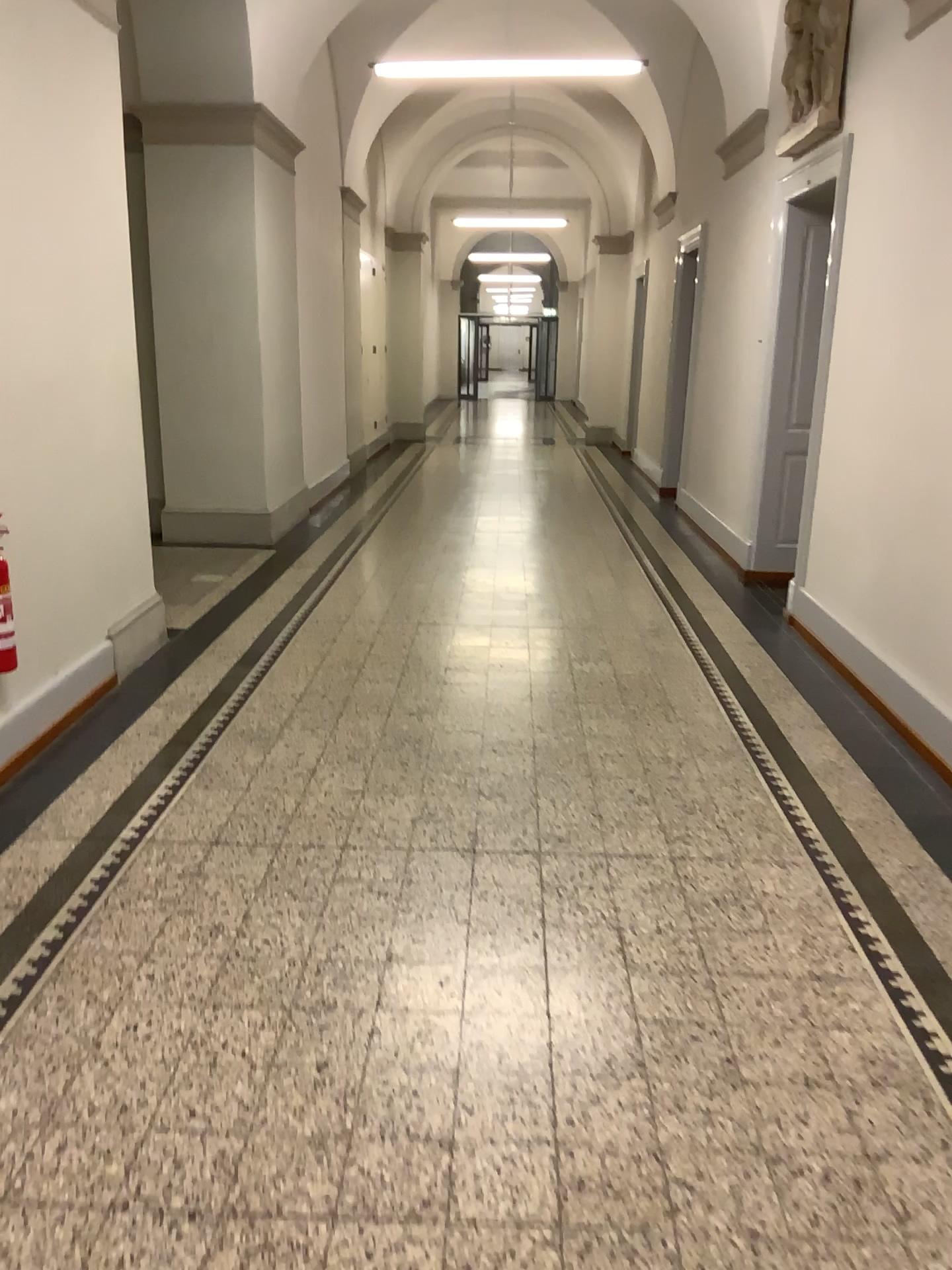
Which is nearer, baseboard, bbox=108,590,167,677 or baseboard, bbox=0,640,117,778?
baseboard, bbox=0,640,117,778

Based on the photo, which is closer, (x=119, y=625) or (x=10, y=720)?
(x=10, y=720)

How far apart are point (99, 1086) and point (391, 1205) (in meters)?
0.69
